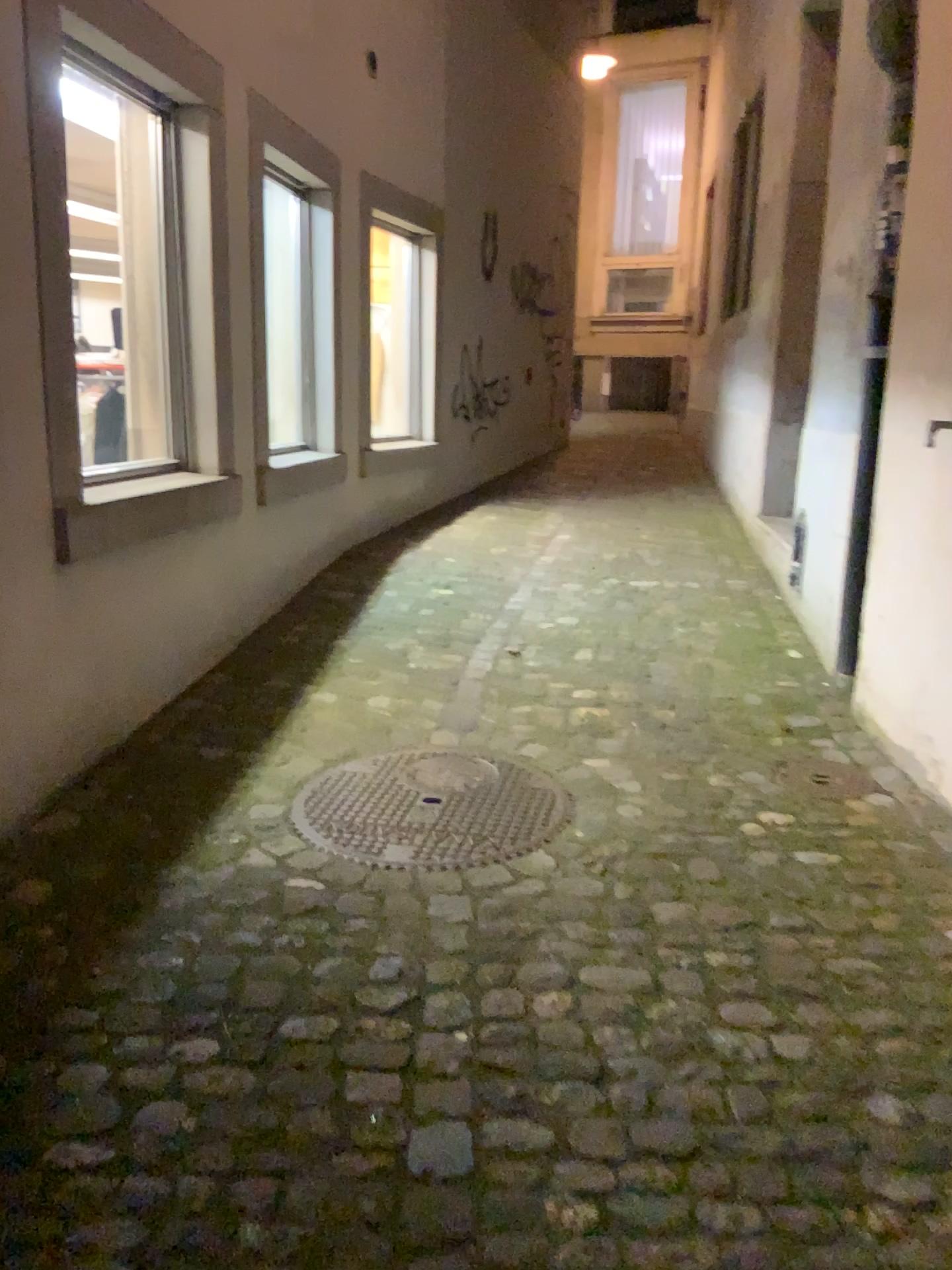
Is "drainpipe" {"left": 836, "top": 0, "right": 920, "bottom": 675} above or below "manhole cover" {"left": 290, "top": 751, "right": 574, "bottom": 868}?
above

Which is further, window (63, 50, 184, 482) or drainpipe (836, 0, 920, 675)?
window (63, 50, 184, 482)

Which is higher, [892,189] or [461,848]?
[892,189]

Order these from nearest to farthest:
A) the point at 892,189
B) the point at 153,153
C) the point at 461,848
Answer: the point at 461,848 < the point at 892,189 < the point at 153,153

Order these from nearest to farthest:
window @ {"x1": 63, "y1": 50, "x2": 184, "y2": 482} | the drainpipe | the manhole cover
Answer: the manhole cover → the drainpipe → window @ {"x1": 63, "y1": 50, "x2": 184, "y2": 482}

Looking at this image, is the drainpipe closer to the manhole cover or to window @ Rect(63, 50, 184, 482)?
the manhole cover

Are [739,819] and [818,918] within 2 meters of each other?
yes

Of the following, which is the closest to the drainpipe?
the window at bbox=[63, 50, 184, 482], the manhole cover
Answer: the manhole cover

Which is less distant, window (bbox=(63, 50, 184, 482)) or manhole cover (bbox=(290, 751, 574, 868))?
manhole cover (bbox=(290, 751, 574, 868))

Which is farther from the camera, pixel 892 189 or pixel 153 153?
pixel 153 153
